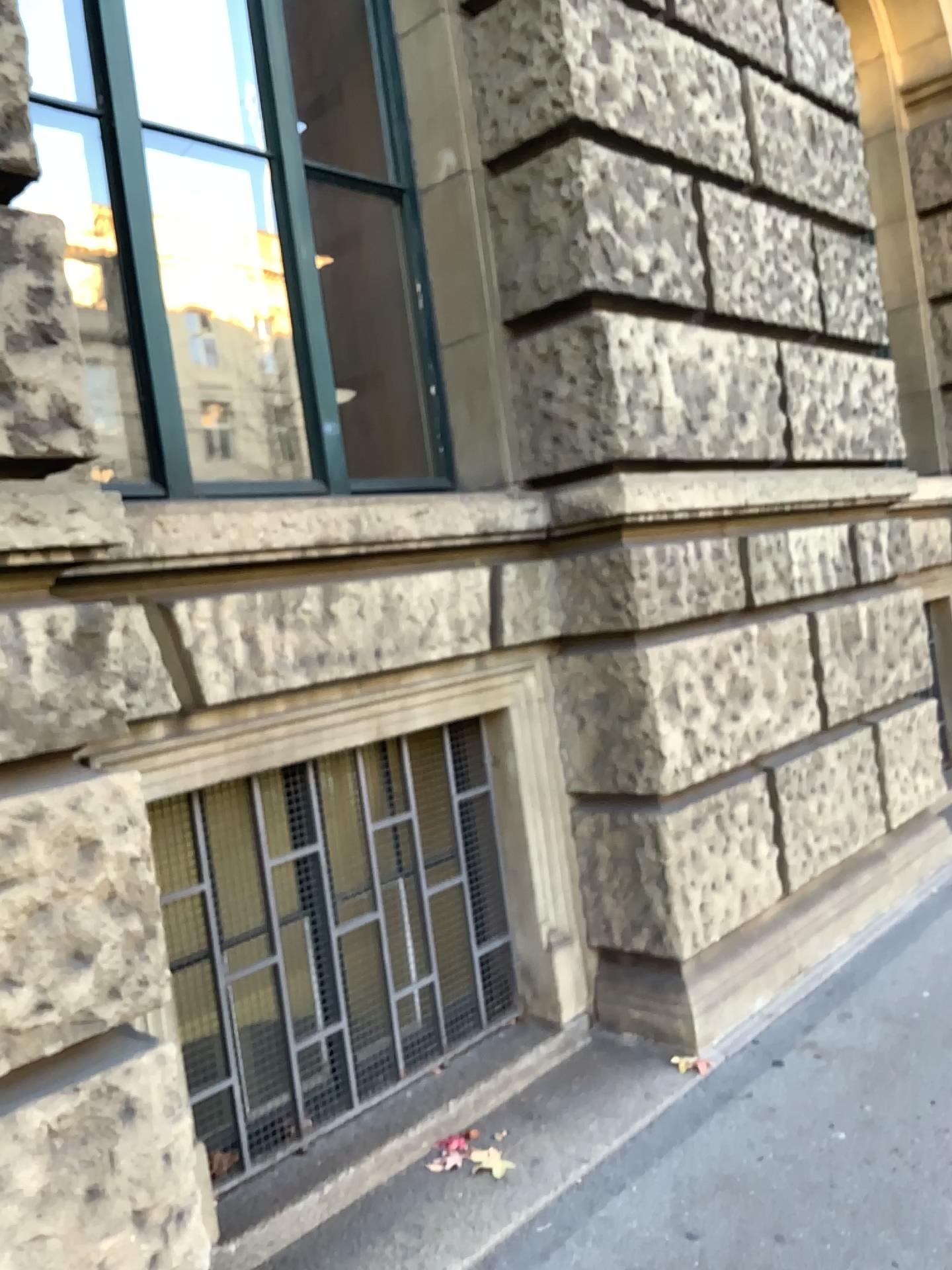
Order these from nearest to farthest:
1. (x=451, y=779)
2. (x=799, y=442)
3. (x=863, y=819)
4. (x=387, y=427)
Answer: (x=451, y=779) → (x=799, y=442) → (x=863, y=819) → (x=387, y=427)
